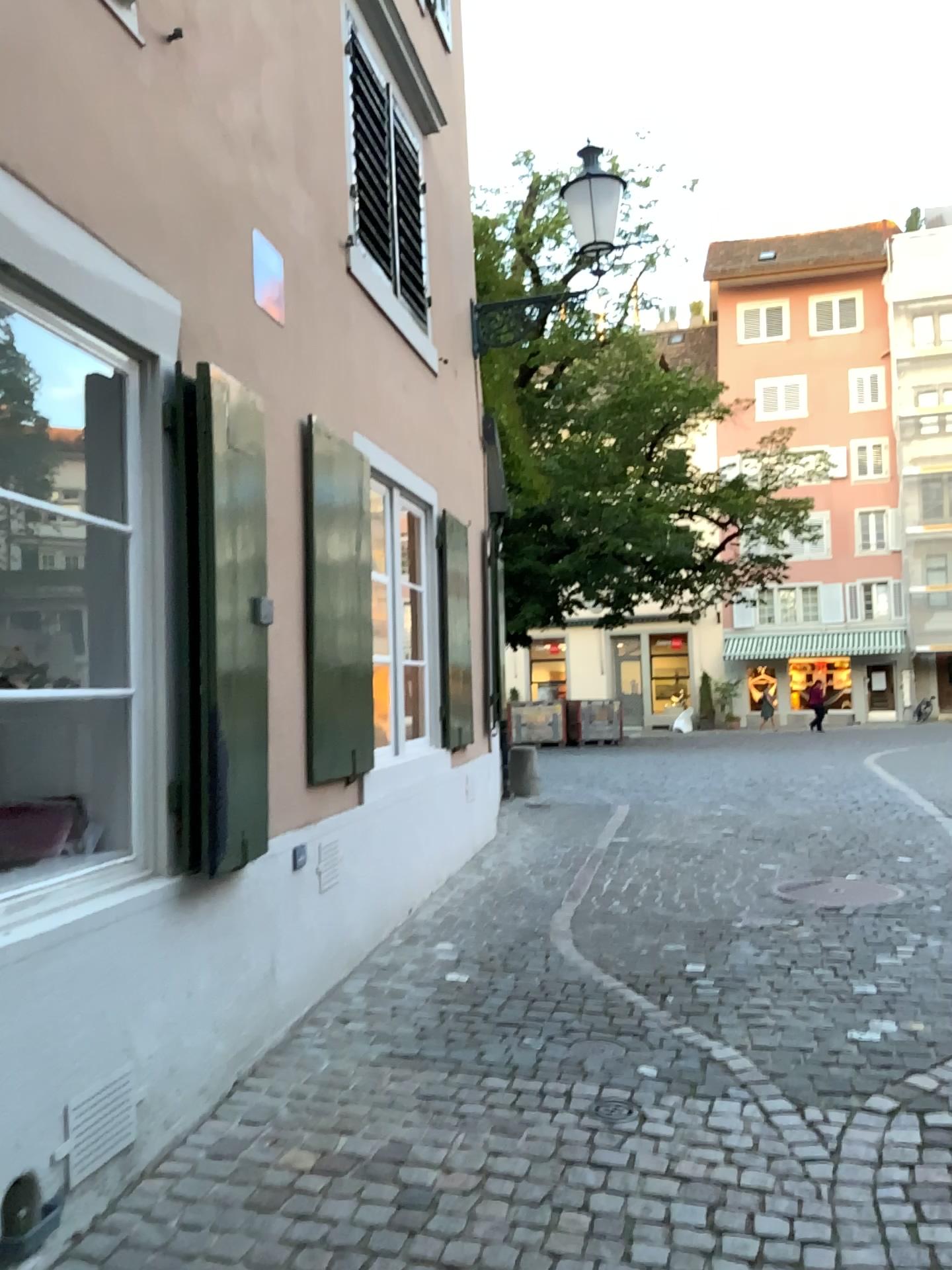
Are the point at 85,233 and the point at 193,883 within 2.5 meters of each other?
yes
